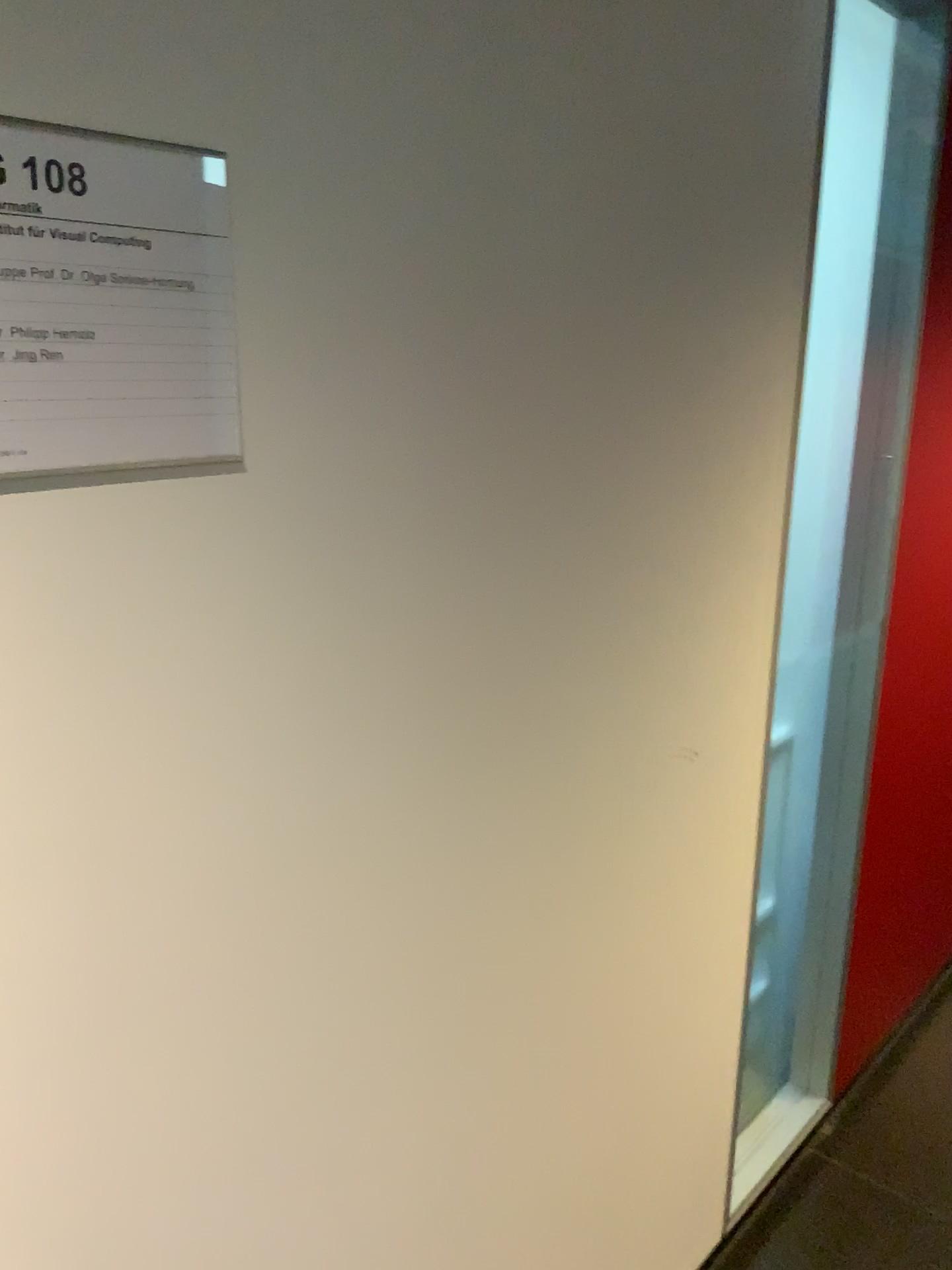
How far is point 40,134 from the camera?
0.66m

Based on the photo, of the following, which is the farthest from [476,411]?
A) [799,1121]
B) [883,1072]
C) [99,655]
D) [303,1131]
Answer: [883,1072]

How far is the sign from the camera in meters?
0.7 m
